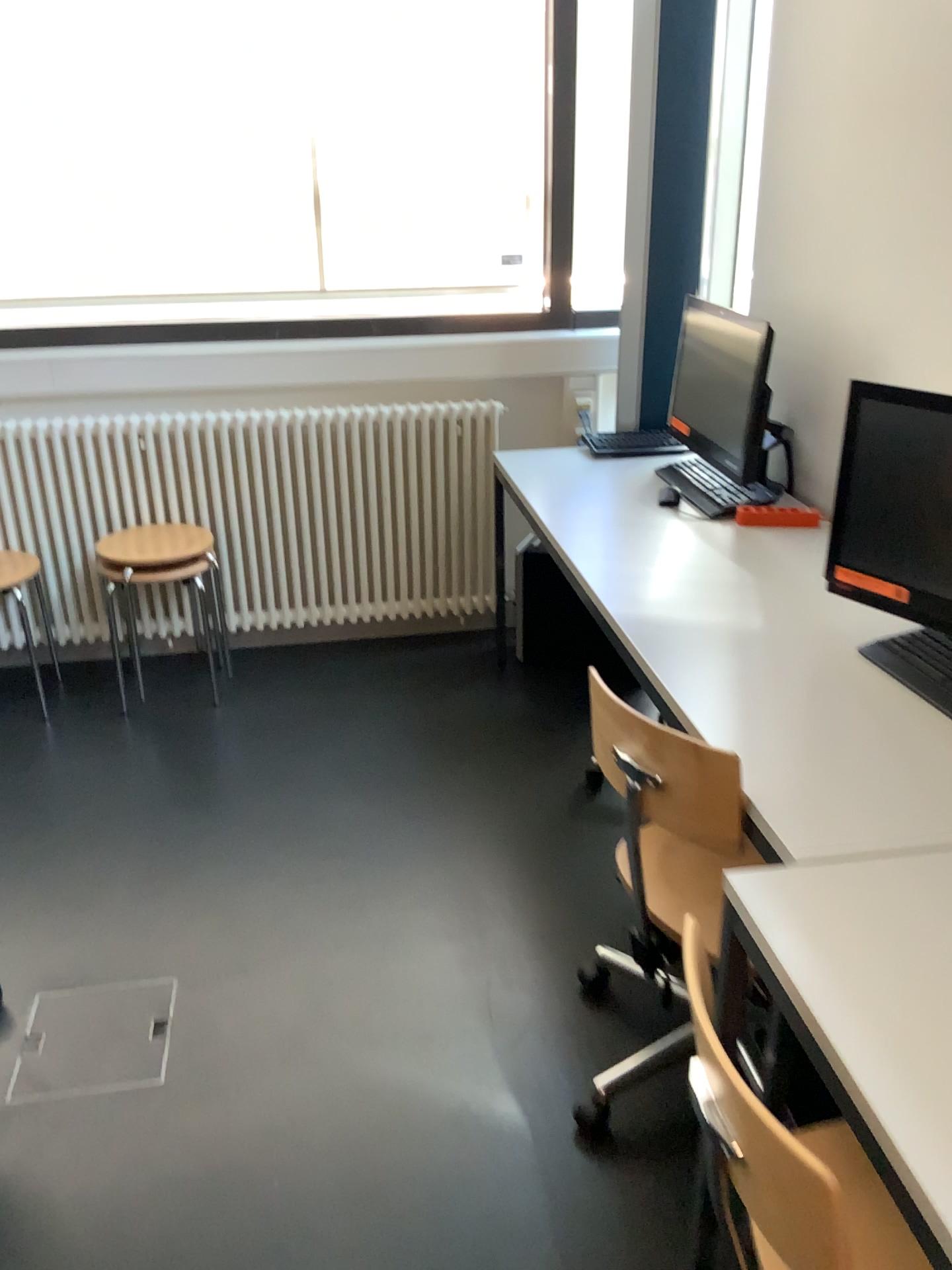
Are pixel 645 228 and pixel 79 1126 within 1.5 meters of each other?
no

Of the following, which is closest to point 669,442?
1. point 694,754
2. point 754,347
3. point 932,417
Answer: point 754,347

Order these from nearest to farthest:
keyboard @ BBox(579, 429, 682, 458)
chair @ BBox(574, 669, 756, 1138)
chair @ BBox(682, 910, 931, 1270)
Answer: chair @ BBox(682, 910, 931, 1270) < chair @ BBox(574, 669, 756, 1138) < keyboard @ BBox(579, 429, 682, 458)

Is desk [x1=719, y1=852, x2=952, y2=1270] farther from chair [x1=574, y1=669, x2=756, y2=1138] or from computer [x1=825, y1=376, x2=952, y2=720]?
computer [x1=825, y1=376, x2=952, y2=720]

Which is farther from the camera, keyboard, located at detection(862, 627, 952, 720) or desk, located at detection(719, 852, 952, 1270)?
keyboard, located at detection(862, 627, 952, 720)

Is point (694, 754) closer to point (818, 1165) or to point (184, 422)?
point (818, 1165)

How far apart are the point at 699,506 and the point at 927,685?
1.1 meters

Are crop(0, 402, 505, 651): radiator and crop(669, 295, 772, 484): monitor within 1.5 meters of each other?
yes

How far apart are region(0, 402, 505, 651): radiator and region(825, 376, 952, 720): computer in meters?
1.7 m

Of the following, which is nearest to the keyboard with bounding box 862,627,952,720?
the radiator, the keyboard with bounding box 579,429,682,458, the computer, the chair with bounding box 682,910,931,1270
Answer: the computer
